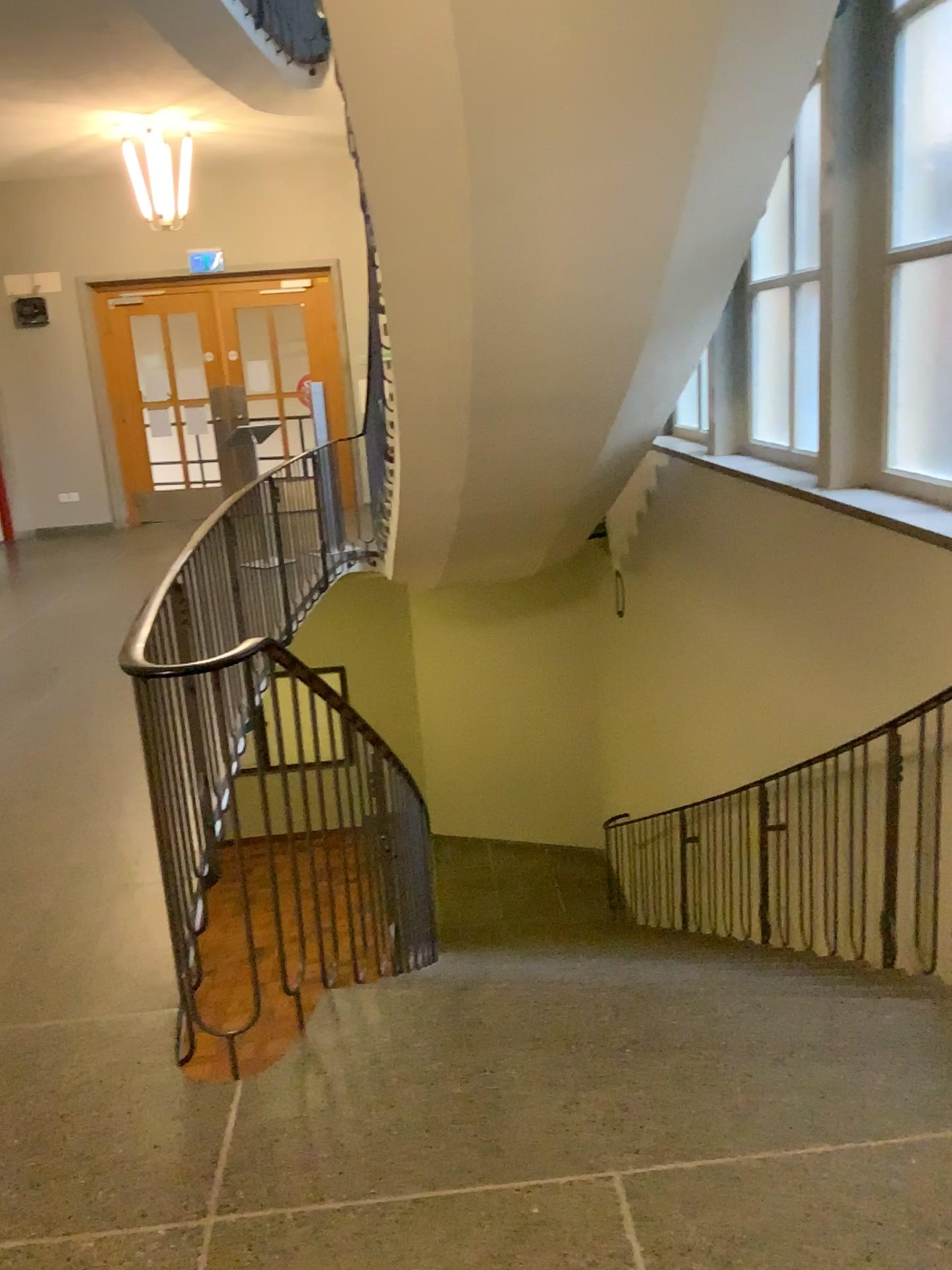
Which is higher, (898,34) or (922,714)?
(898,34)

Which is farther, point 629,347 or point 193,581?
point 629,347

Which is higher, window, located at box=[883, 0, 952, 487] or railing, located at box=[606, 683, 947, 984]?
window, located at box=[883, 0, 952, 487]
